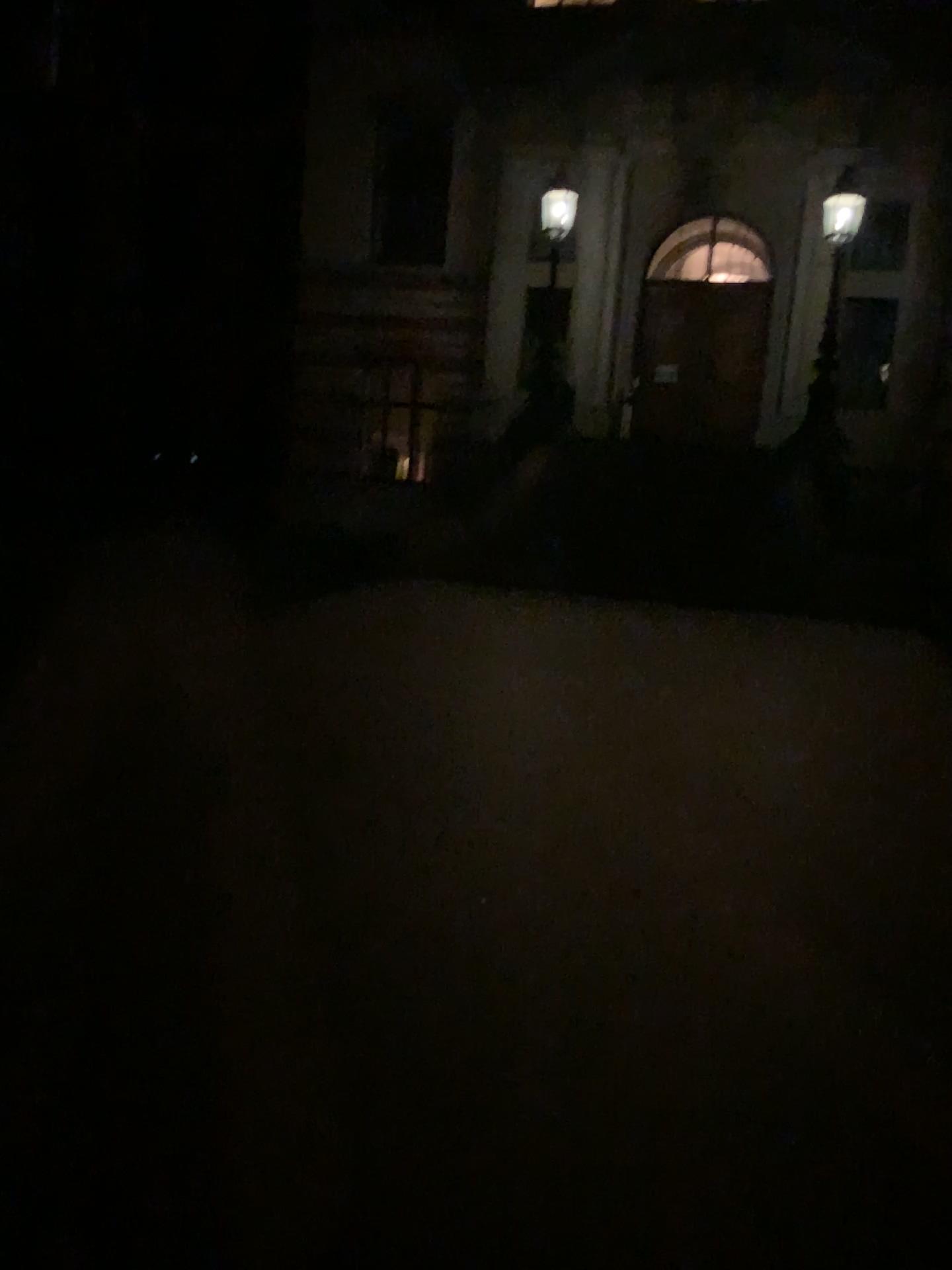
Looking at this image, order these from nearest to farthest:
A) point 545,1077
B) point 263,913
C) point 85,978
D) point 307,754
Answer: point 545,1077 < point 85,978 < point 263,913 < point 307,754
